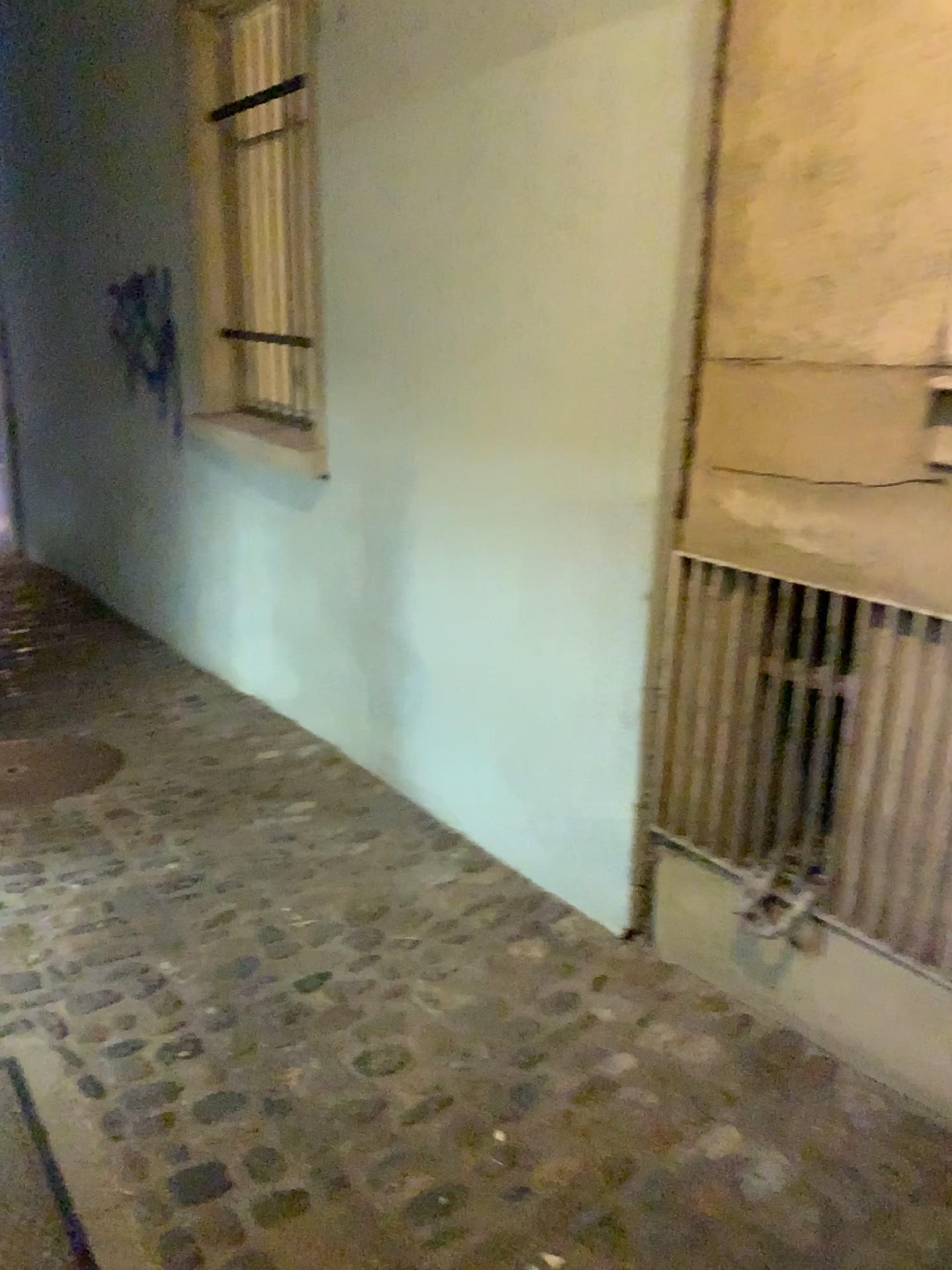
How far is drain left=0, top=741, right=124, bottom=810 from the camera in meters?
3.4 m

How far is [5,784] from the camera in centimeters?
343cm

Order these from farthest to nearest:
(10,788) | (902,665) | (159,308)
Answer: (159,308)
(10,788)
(902,665)

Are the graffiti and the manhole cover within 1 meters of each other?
no

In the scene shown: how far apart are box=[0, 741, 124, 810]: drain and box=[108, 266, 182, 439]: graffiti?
1.7m

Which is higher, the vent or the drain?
the vent

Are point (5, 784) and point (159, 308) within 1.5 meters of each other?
no

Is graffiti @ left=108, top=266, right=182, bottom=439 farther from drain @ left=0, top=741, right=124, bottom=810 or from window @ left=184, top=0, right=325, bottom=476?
drain @ left=0, top=741, right=124, bottom=810

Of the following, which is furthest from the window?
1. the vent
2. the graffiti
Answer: the vent

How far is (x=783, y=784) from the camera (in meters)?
2.04
